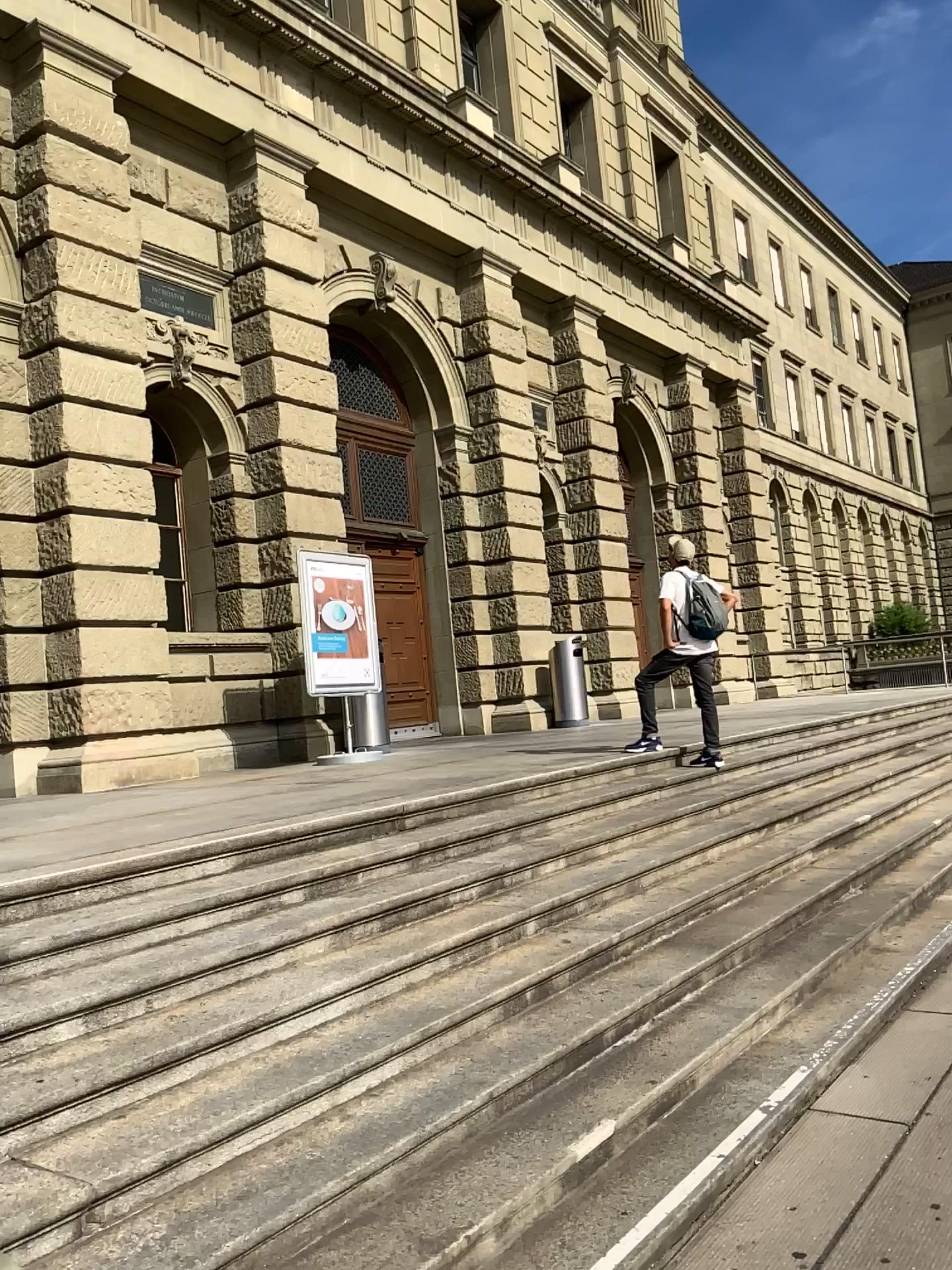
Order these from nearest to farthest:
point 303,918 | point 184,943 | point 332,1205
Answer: point 332,1205 < point 184,943 < point 303,918
